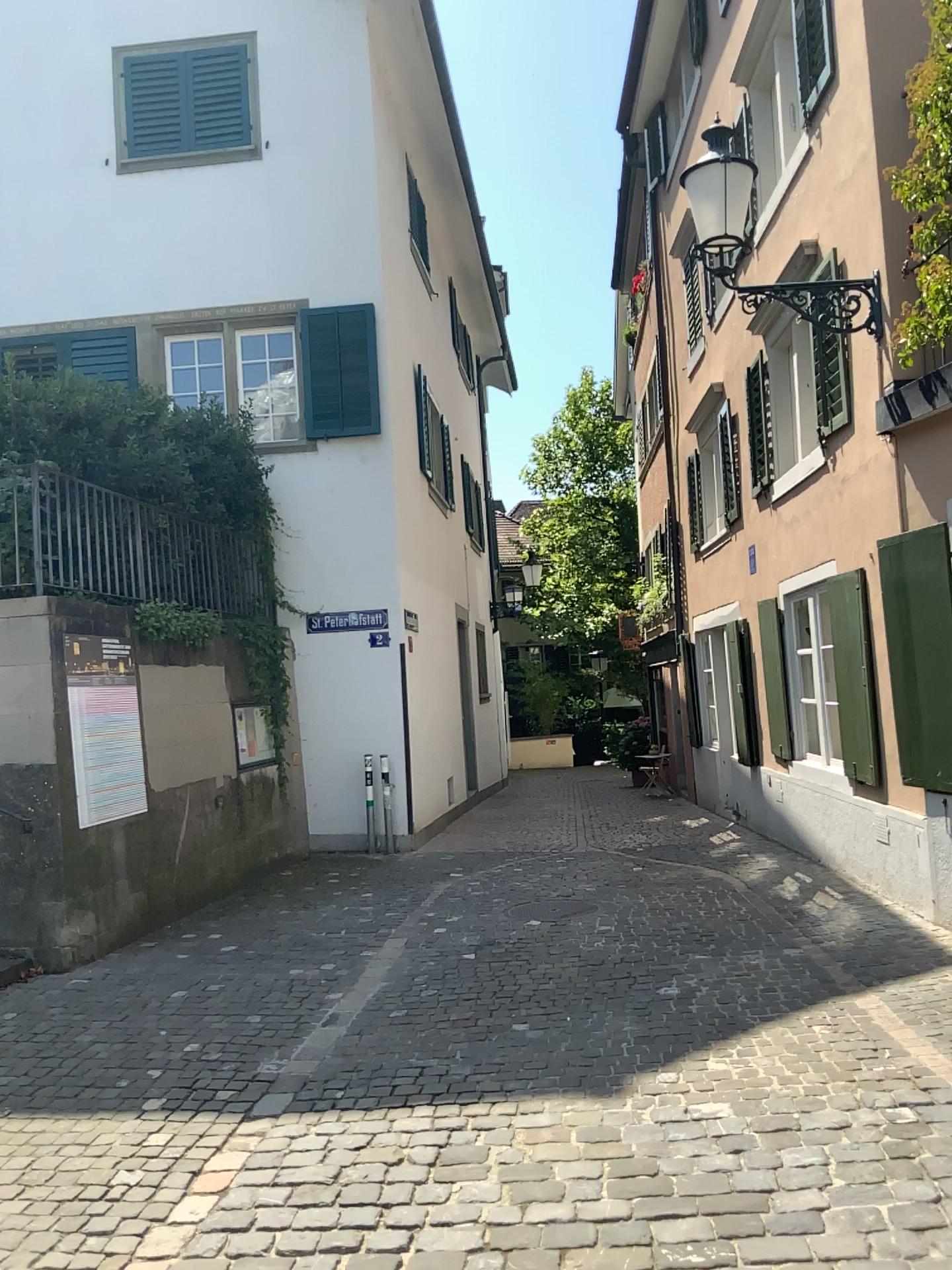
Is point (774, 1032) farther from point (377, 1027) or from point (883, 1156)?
point (377, 1027)
